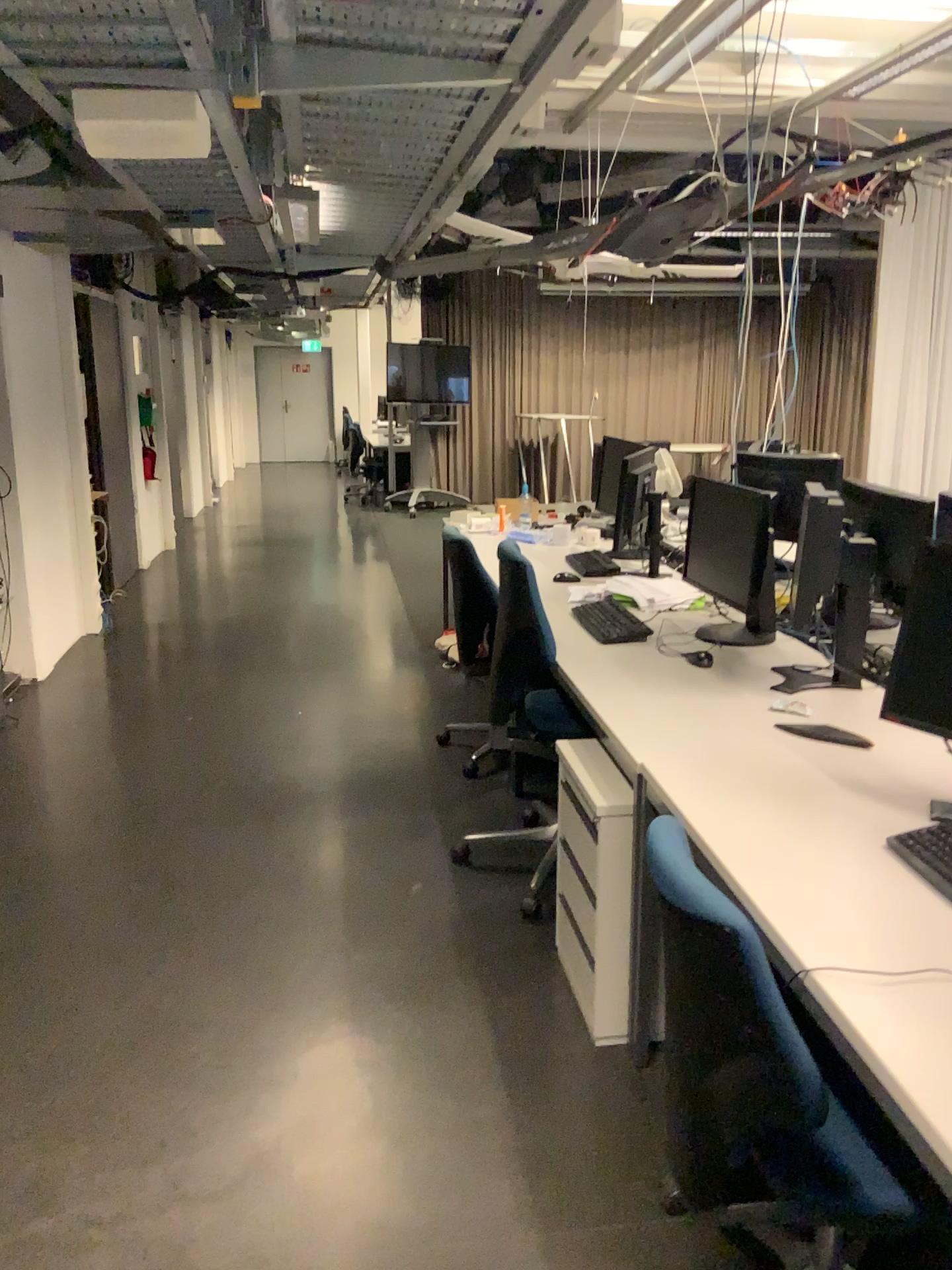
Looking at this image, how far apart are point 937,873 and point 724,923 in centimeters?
52cm

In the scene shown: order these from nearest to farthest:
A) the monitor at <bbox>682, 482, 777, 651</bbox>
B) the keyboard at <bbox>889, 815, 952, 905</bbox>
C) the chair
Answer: the chair, the keyboard at <bbox>889, 815, 952, 905</bbox>, the monitor at <bbox>682, 482, 777, 651</bbox>

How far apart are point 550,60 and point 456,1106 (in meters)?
2.15

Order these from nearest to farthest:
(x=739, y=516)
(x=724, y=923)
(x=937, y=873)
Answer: (x=724, y=923), (x=937, y=873), (x=739, y=516)

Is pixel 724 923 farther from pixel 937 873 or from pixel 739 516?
pixel 739 516

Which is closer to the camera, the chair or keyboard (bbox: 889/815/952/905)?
the chair

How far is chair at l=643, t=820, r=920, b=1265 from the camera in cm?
142

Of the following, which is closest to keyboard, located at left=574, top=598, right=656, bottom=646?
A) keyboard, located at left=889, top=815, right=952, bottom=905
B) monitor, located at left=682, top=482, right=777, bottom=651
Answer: monitor, located at left=682, top=482, right=777, bottom=651

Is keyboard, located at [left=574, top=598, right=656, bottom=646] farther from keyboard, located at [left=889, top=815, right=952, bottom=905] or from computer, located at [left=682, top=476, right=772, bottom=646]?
keyboard, located at [left=889, top=815, right=952, bottom=905]

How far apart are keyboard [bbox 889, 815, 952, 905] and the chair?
0.42m
